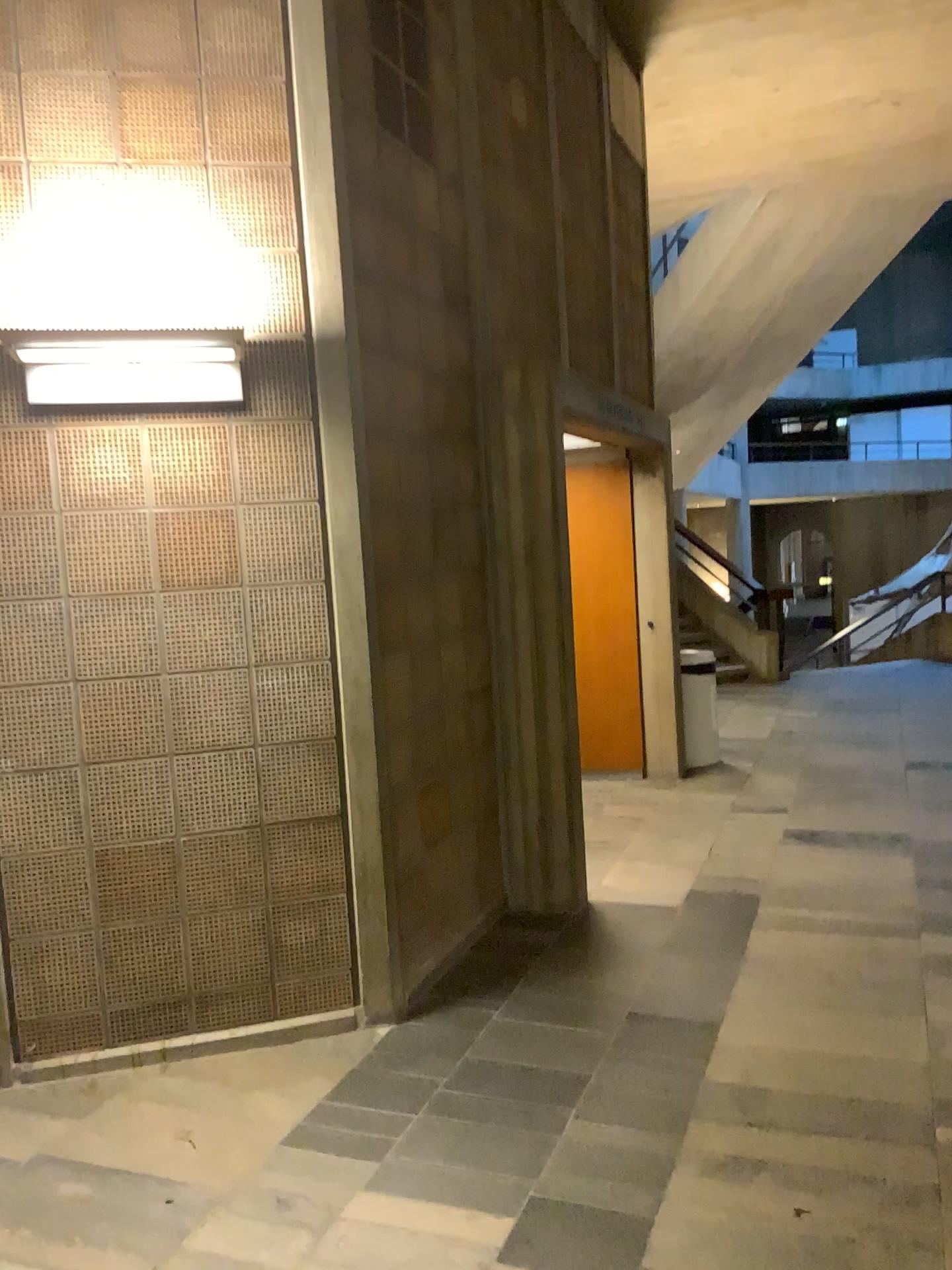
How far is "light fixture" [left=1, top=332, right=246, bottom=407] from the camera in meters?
3.0 m

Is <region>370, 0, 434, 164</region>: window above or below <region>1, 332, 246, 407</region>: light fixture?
above

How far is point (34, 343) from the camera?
3.0m

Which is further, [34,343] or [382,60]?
[382,60]

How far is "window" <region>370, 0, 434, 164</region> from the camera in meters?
3.7

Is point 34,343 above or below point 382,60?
below

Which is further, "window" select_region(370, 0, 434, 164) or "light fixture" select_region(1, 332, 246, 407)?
"window" select_region(370, 0, 434, 164)

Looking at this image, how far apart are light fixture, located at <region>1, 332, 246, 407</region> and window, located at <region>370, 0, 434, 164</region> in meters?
1.1

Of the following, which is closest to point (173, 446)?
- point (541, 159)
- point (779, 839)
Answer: point (541, 159)
